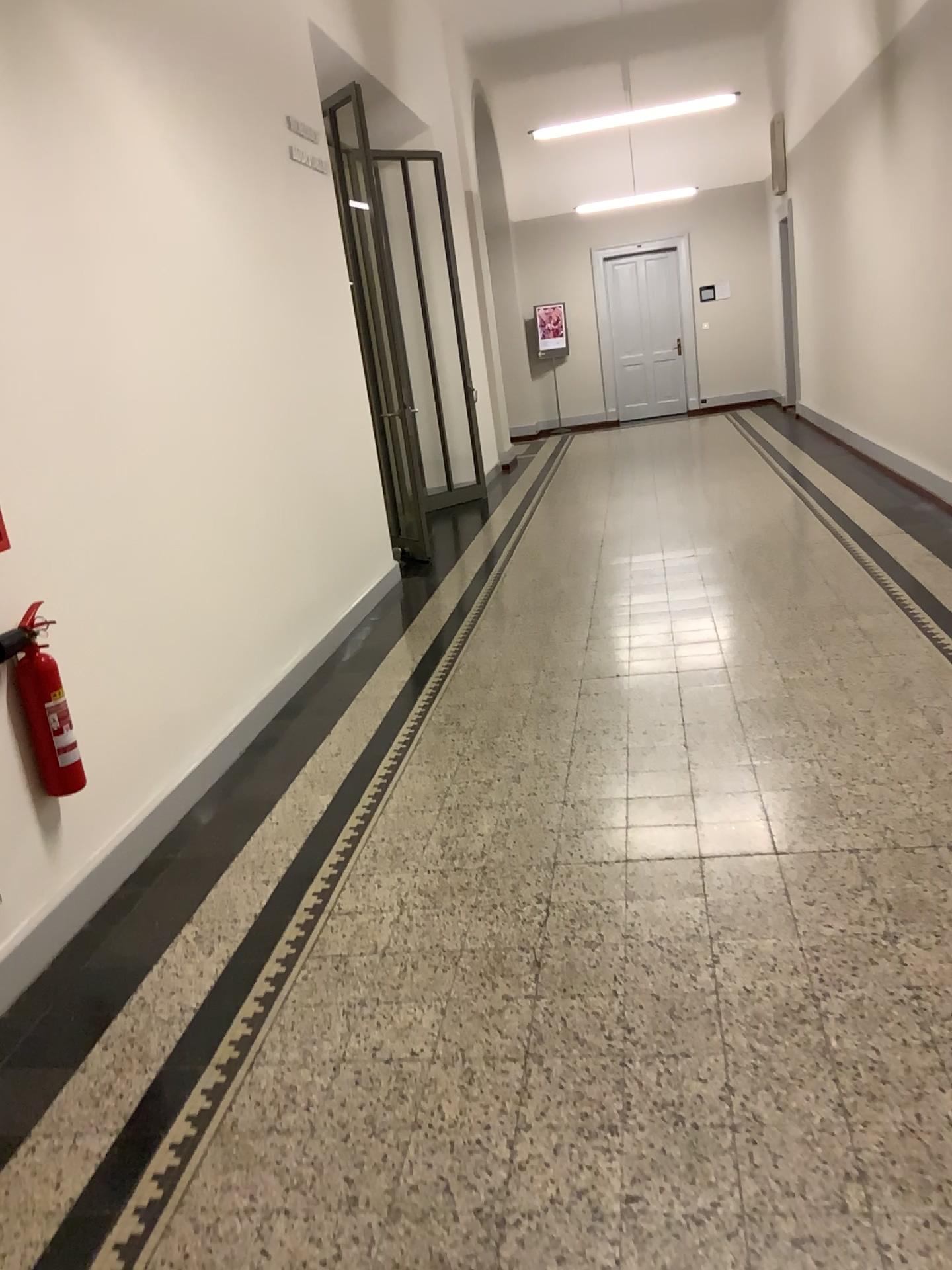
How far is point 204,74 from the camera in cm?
458

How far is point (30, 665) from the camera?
2.79m

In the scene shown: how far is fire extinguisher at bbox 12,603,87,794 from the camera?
2.79m
